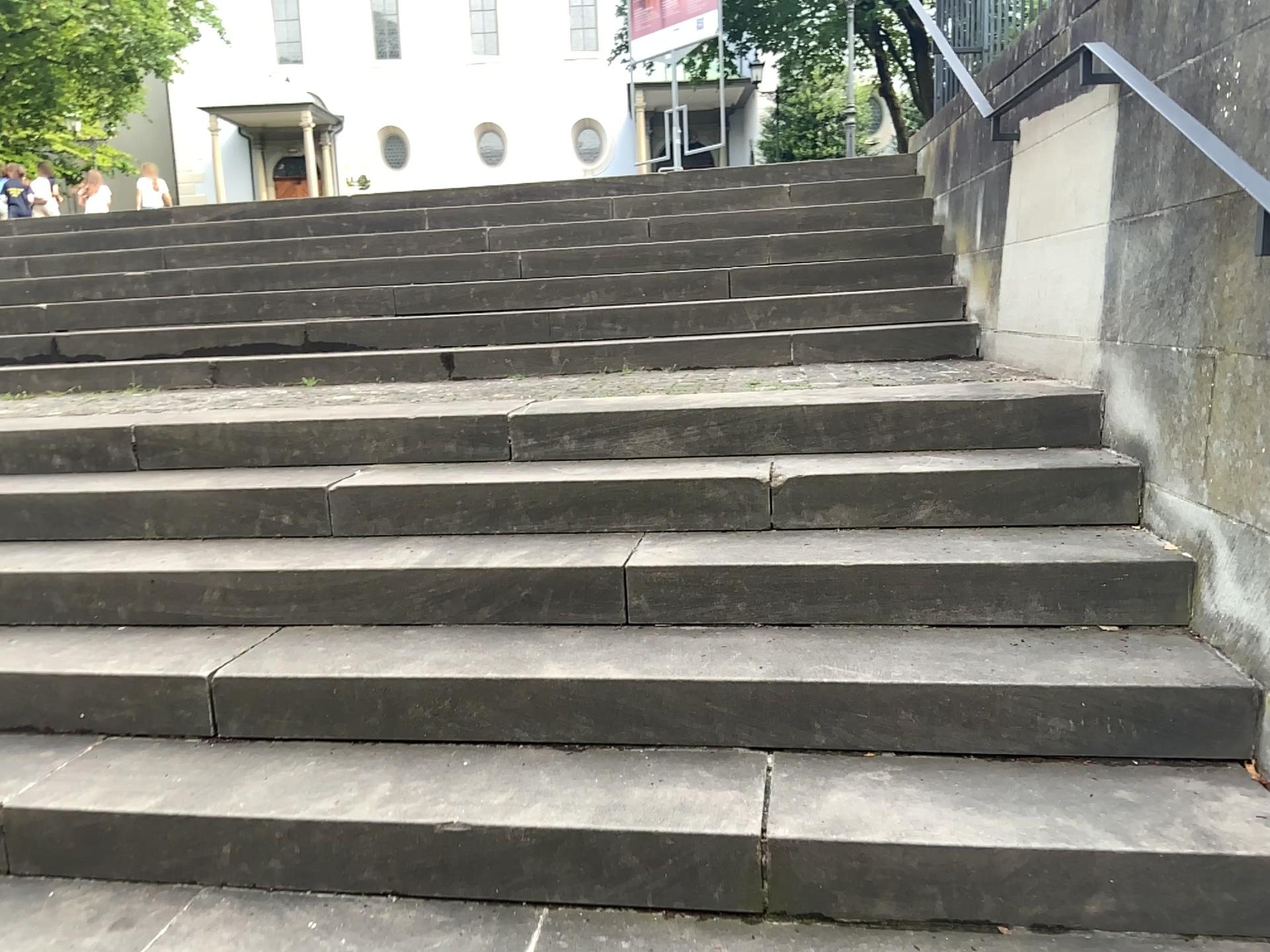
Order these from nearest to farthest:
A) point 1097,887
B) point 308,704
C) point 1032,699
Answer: point 1097,887 → point 1032,699 → point 308,704
